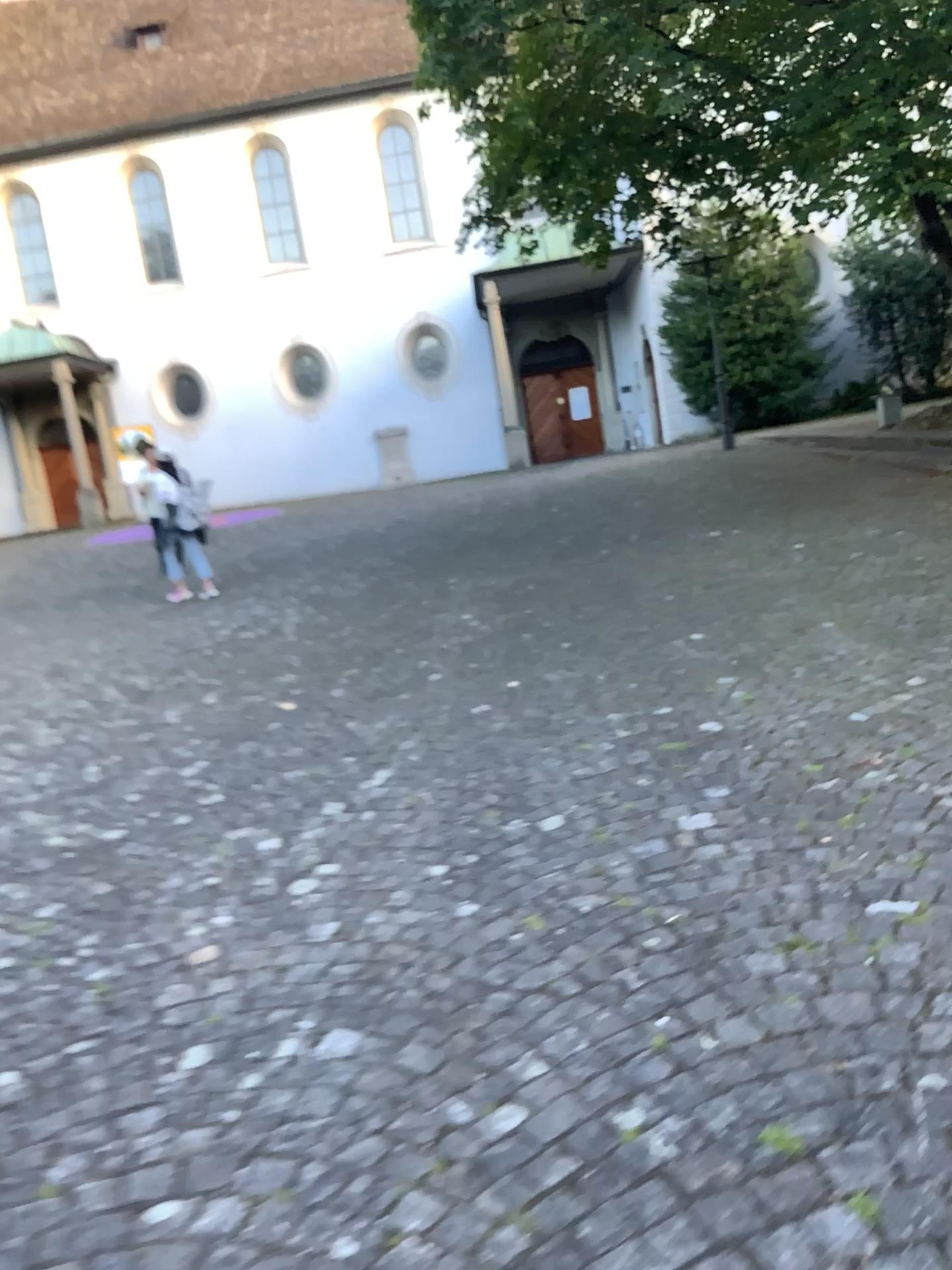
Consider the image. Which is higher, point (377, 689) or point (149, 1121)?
point (377, 689)
